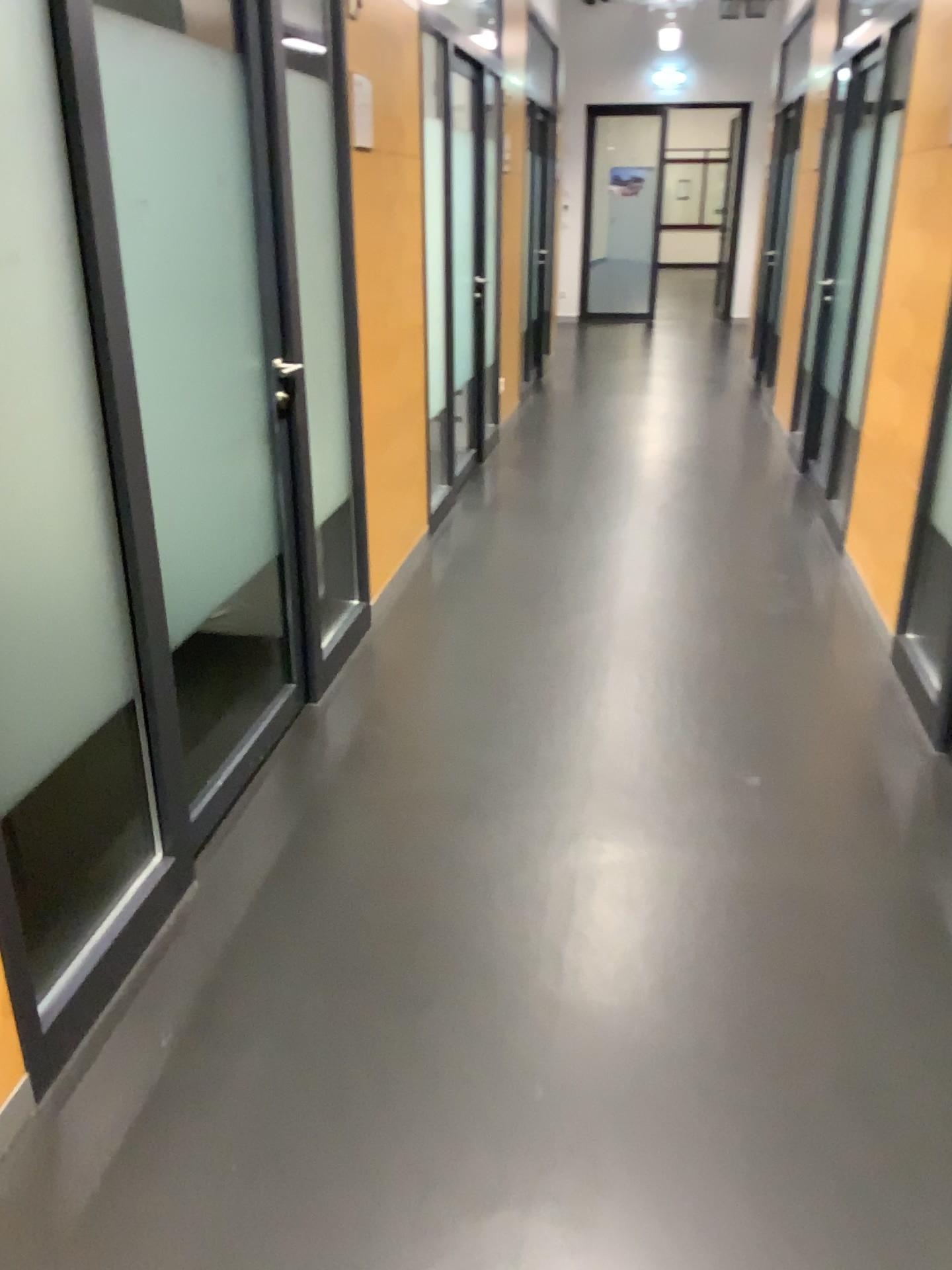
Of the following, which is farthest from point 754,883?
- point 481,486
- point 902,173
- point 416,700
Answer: point 481,486

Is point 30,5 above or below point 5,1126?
above
